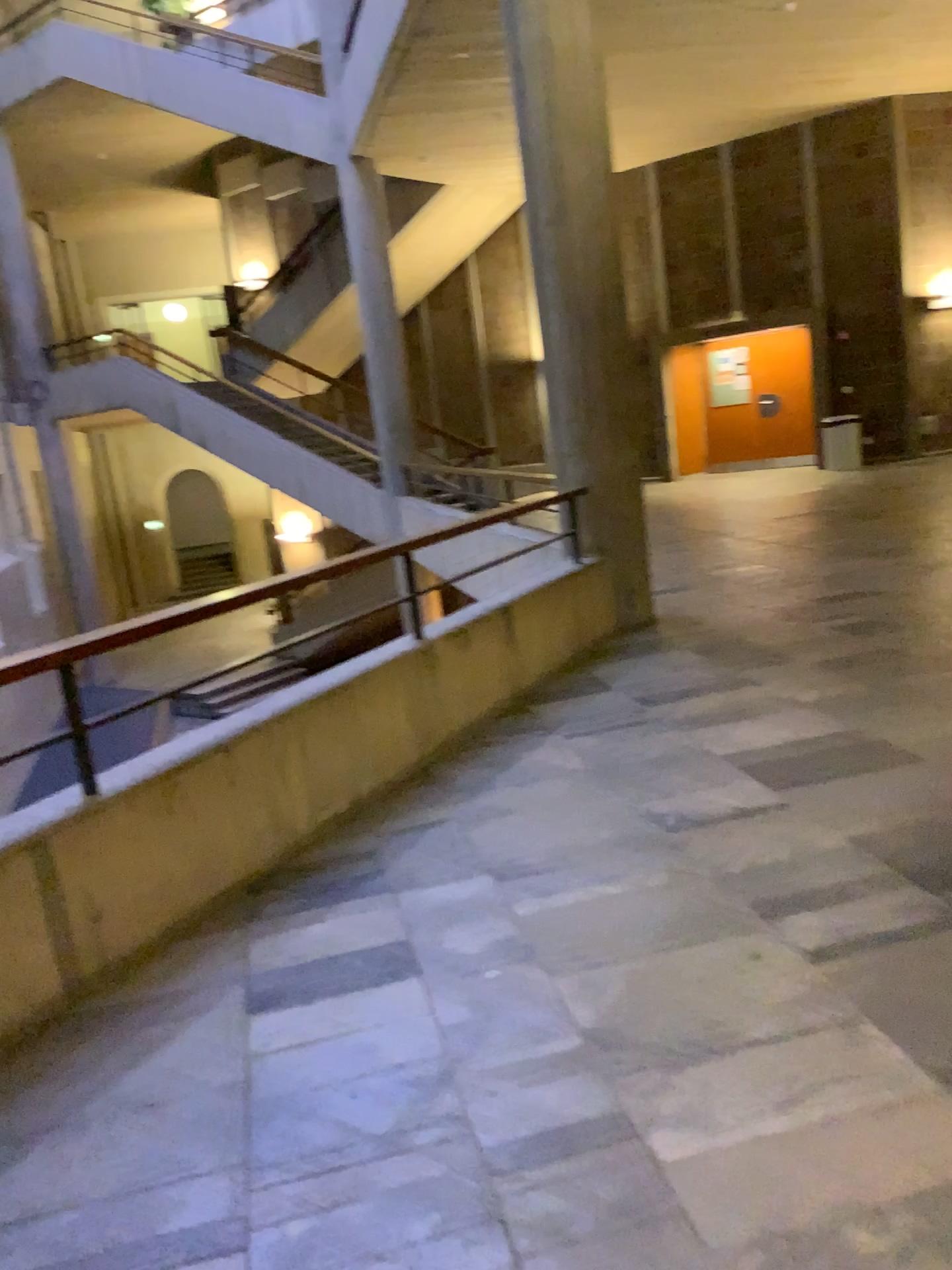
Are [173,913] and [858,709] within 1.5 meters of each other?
no
